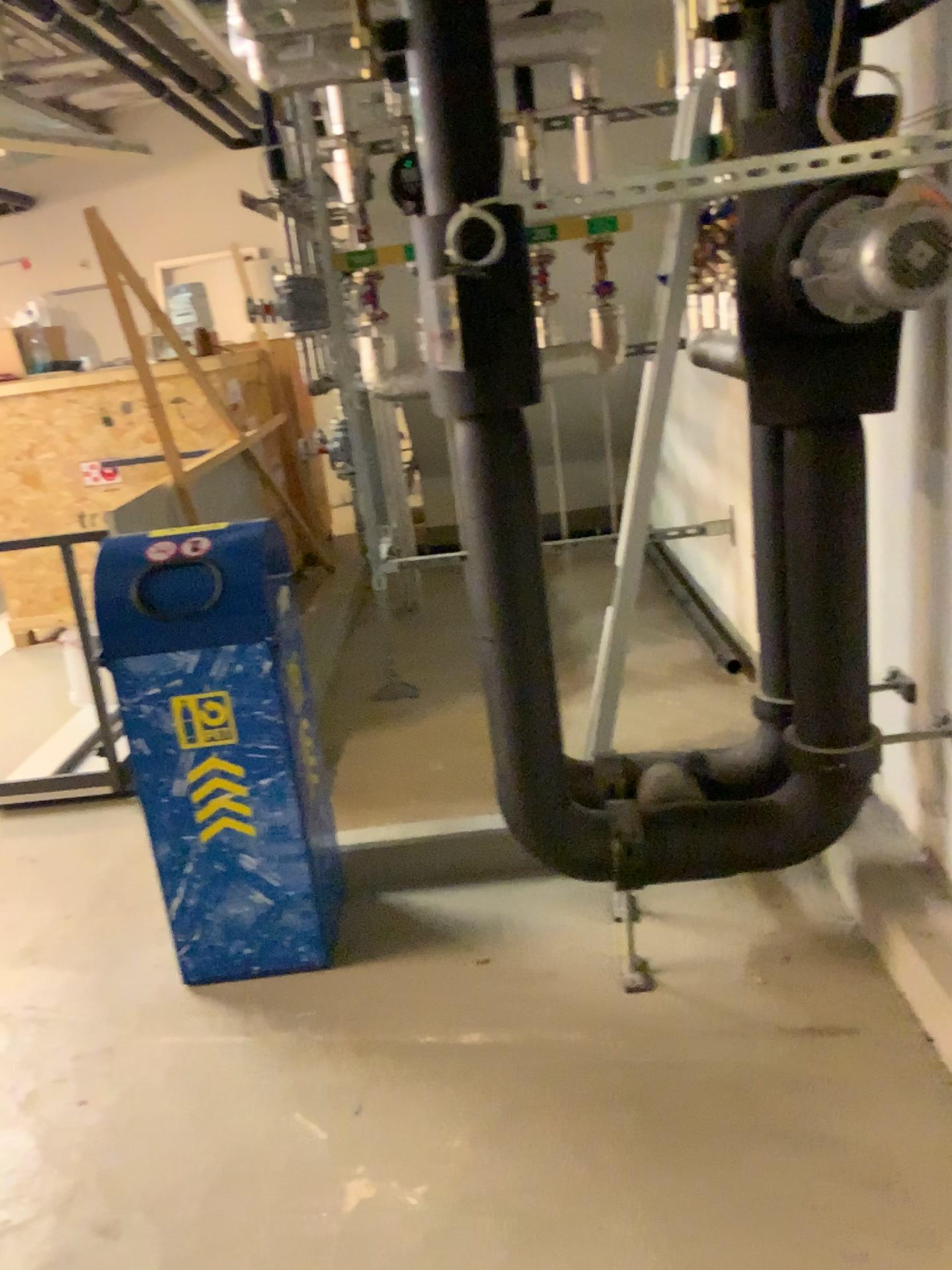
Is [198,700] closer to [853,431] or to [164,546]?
[164,546]

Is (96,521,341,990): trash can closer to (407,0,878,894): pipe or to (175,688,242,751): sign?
(175,688,242,751): sign

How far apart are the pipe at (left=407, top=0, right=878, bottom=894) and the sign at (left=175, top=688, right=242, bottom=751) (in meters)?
0.61

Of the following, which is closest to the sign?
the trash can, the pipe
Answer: the trash can

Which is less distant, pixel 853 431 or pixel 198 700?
pixel 853 431

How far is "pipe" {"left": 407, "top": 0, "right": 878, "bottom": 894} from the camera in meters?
2.0

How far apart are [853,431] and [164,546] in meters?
1.5

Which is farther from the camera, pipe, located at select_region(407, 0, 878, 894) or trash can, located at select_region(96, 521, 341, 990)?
trash can, located at select_region(96, 521, 341, 990)

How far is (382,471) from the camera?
4.1m
